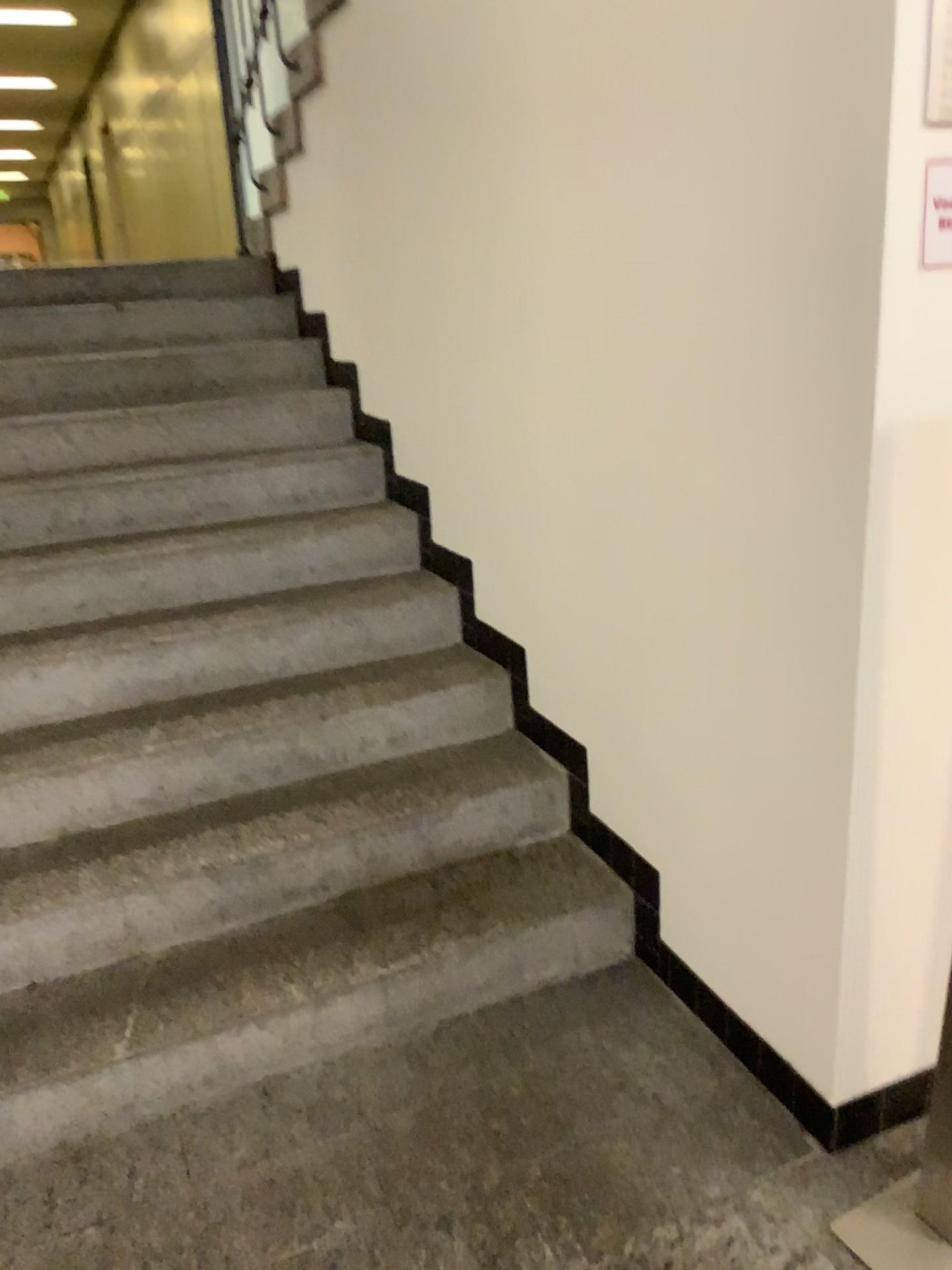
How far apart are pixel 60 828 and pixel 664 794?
1.3 meters

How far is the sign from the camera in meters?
1.3

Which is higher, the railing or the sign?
the railing

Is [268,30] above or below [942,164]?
above

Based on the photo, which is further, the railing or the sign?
the railing

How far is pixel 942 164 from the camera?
1.27m

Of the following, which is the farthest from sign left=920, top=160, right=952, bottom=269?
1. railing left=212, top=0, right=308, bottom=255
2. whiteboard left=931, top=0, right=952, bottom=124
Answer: railing left=212, top=0, right=308, bottom=255

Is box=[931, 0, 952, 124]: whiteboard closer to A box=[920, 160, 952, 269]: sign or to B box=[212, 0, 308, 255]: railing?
A box=[920, 160, 952, 269]: sign

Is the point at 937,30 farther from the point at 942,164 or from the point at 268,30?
the point at 268,30
